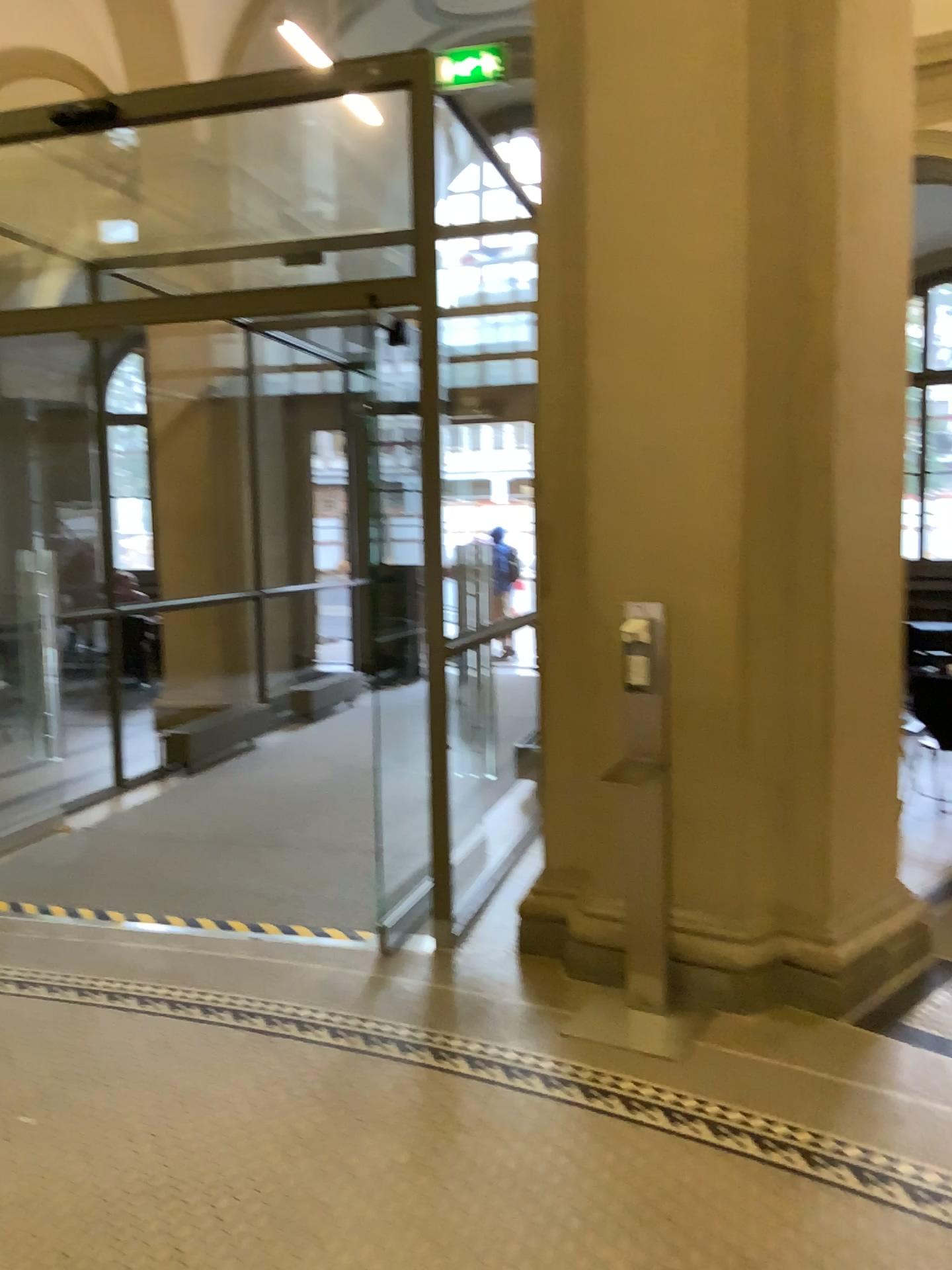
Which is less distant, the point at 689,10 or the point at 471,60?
the point at 689,10

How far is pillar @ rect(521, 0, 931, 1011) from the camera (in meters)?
3.36

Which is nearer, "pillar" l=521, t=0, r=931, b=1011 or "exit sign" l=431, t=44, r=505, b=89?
"pillar" l=521, t=0, r=931, b=1011

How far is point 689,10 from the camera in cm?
336

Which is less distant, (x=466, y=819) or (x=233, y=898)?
(x=233, y=898)
